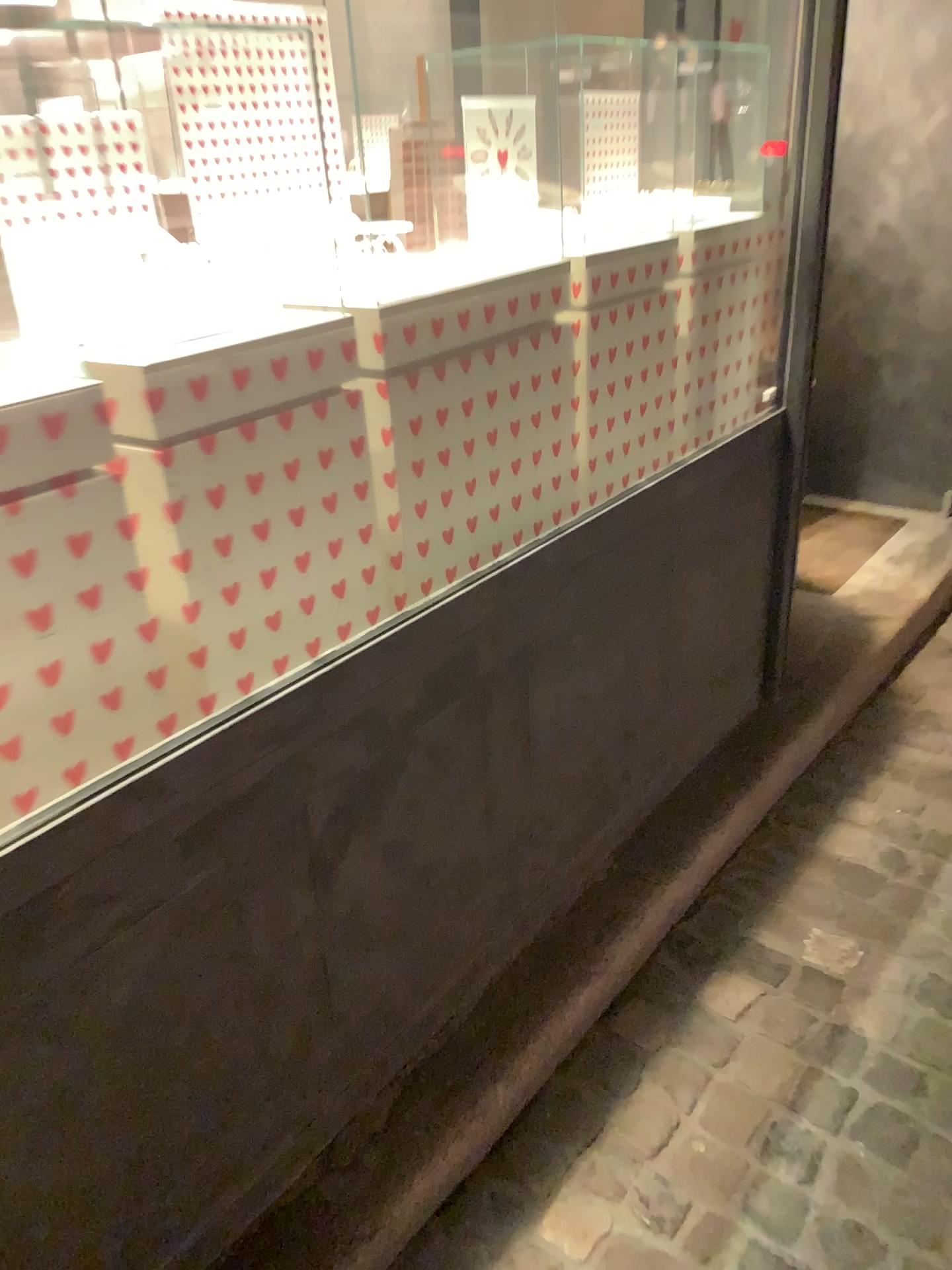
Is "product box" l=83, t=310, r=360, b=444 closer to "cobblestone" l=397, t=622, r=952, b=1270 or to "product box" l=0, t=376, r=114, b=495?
"product box" l=0, t=376, r=114, b=495

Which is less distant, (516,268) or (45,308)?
(45,308)

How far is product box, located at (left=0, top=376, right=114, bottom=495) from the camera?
1.08m

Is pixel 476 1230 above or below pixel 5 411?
below

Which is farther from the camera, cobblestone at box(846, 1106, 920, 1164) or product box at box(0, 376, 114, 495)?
cobblestone at box(846, 1106, 920, 1164)

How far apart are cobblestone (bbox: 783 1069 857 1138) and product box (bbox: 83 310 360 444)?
1.3m

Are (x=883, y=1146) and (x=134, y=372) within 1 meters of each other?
no

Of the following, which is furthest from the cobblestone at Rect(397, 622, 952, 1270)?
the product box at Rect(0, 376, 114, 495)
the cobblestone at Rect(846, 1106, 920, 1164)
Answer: the product box at Rect(0, 376, 114, 495)

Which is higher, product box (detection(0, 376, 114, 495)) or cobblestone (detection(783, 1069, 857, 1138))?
product box (detection(0, 376, 114, 495))

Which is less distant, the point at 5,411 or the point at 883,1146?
the point at 5,411
